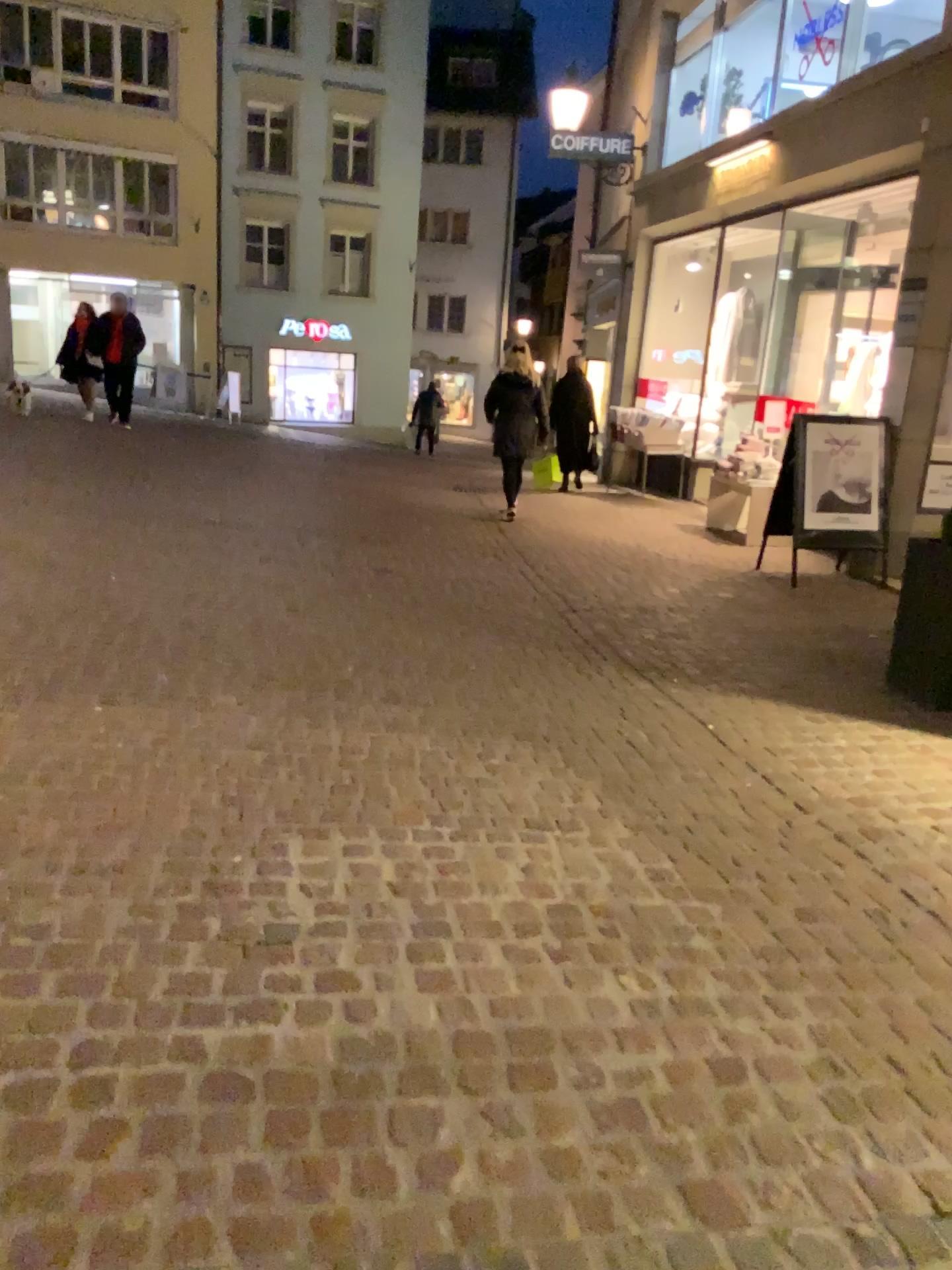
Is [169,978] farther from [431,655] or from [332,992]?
[431,655]
